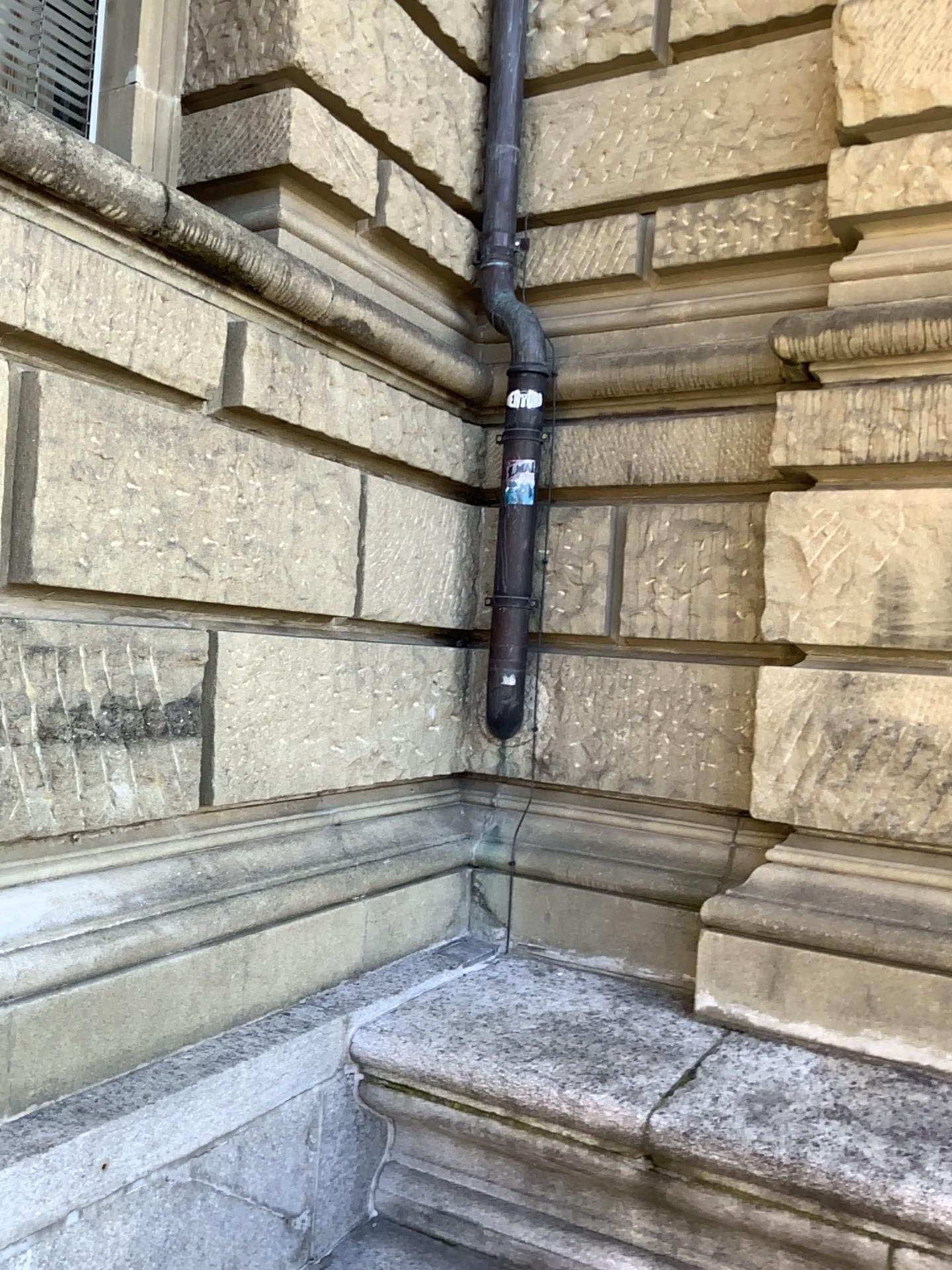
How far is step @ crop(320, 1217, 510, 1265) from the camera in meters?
2.7 m

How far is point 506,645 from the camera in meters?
3.6

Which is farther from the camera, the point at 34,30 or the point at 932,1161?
the point at 34,30

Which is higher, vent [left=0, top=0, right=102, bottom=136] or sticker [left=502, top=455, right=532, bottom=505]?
vent [left=0, top=0, right=102, bottom=136]

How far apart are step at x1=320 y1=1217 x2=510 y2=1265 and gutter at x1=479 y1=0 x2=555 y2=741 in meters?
1.5

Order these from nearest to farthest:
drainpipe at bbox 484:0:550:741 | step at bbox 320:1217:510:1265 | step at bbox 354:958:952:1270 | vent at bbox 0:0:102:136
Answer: step at bbox 354:958:952:1270 < step at bbox 320:1217:510:1265 < vent at bbox 0:0:102:136 < drainpipe at bbox 484:0:550:741

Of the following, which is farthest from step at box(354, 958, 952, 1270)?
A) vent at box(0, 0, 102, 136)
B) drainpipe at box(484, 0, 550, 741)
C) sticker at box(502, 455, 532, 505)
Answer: vent at box(0, 0, 102, 136)

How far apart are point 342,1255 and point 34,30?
3.4 meters

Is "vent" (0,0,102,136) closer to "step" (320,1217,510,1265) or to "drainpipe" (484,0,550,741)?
"drainpipe" (484,0,550,741)

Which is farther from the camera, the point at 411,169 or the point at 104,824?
the point at 411,169
